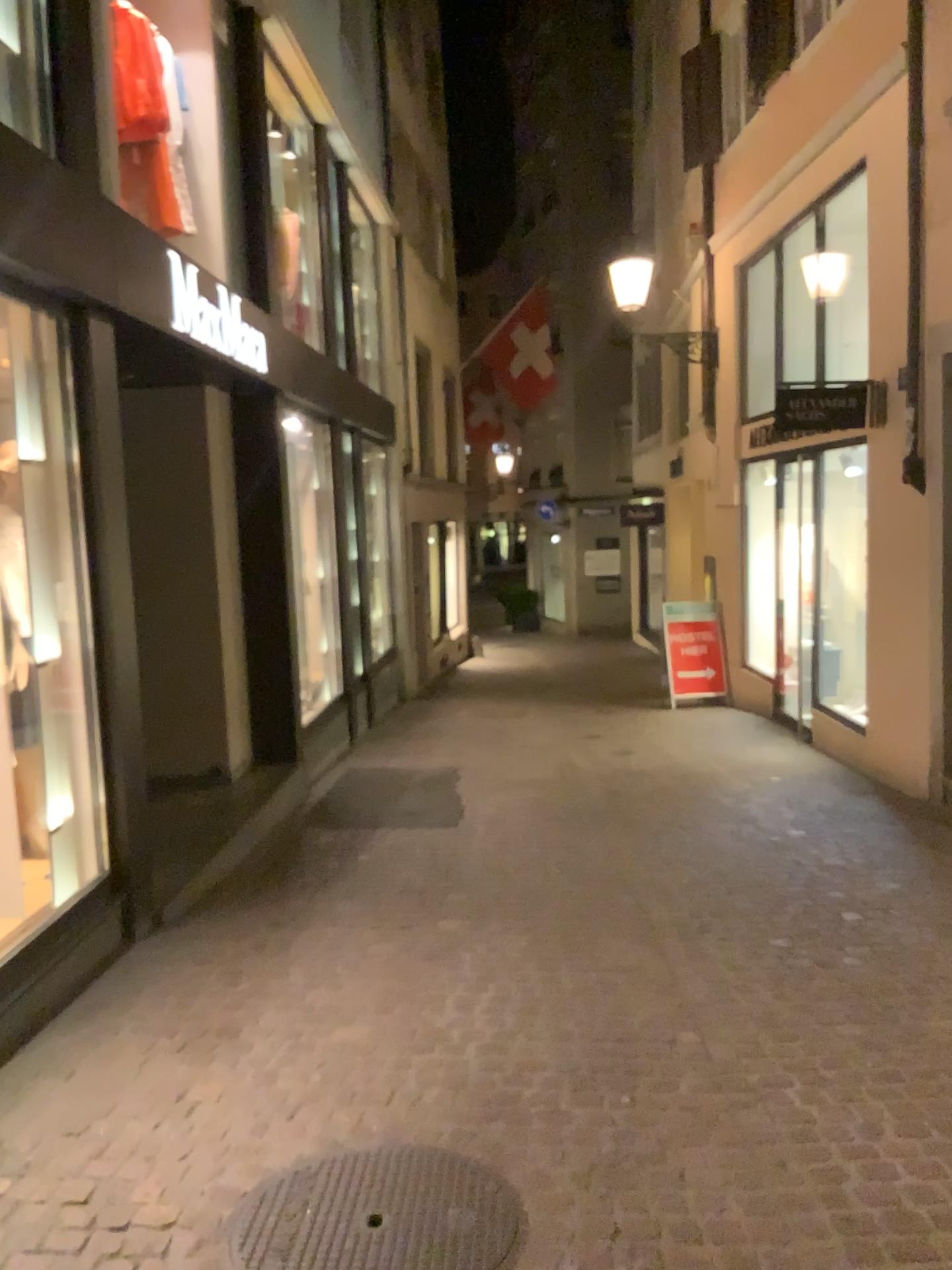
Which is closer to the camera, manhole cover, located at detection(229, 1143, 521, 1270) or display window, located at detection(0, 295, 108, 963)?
manhole cover, located at detection(229, 1143, 521, 1270)

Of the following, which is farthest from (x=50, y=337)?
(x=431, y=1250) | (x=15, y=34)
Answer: (x=431, y=1250)

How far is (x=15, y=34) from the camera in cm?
393

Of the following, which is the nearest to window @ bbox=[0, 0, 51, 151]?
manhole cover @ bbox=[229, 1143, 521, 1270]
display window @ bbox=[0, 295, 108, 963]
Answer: display window @ bbox=[0, 295, 108, 963]

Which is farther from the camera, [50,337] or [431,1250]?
[50,337]

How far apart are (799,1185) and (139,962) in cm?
260

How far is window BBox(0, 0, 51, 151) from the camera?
3.9 meters

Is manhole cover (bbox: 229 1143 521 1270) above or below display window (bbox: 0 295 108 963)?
below

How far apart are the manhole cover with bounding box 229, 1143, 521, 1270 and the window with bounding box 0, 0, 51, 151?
3.66m

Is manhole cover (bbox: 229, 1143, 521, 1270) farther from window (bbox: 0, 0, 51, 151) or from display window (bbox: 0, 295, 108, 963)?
window (bbox: 0, 0, 51, 151)
